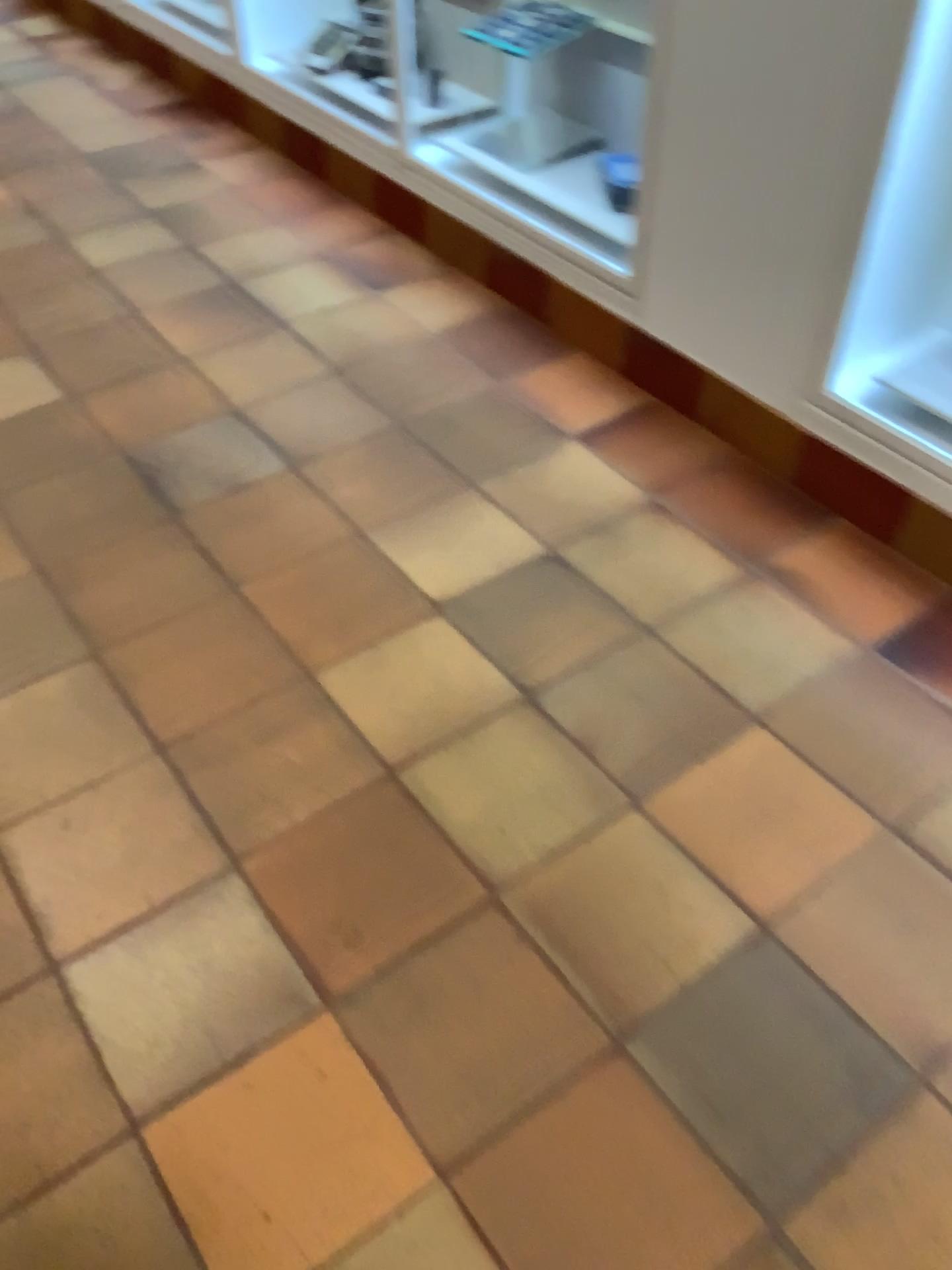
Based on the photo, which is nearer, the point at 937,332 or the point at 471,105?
the point at 937,332

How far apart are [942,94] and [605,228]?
0.8 meters

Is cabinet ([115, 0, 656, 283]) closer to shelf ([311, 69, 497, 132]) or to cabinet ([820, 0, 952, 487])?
shelf ([311, 69, 497, 132])

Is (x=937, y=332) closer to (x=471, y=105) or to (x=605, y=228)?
(x=605, y=228)

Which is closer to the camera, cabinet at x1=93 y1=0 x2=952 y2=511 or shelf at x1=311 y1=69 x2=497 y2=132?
cabinet at x1=93 y1=0 x2=952 y2=511

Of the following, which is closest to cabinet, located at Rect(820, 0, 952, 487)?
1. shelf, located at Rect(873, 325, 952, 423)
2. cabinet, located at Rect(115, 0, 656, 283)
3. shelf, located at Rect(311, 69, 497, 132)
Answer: shelf, located at Rect(873, 325, 952, 423)

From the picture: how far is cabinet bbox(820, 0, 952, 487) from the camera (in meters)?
1.63

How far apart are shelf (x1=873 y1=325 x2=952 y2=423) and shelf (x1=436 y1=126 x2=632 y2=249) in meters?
0.6 m

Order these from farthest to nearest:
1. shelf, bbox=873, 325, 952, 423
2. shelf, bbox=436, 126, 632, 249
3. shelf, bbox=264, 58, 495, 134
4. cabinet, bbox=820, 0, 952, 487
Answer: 1. shelf, bbox=264, 58, 495, 134
2. shelf, bbox=436, 126, 632, 249
3. shelf, bbox=873, 325, 952, 423
4. cabinet, bbox=820, 0, 952, 487

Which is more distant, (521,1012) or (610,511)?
(610,511)
